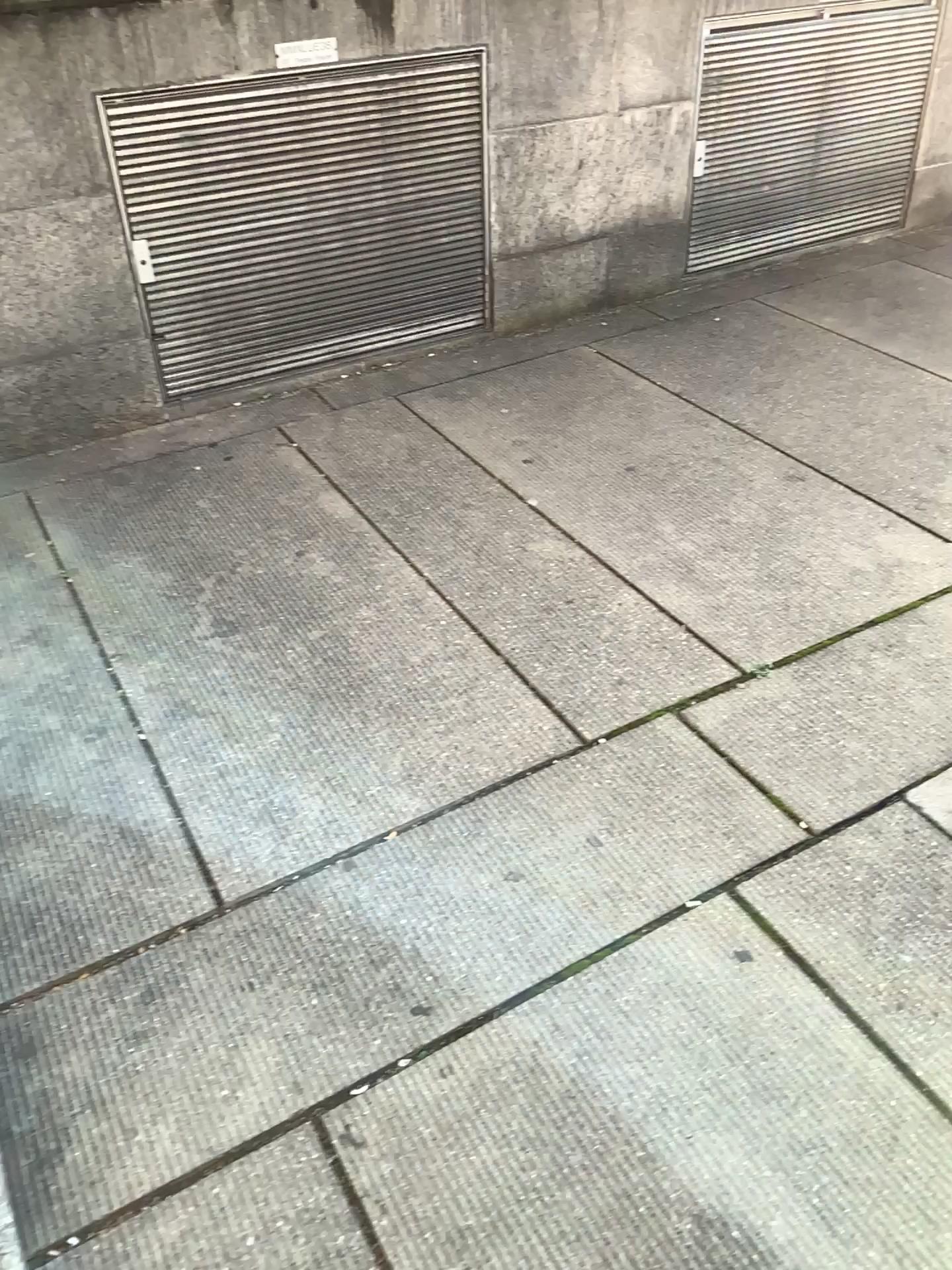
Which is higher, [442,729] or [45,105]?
[45,105]
